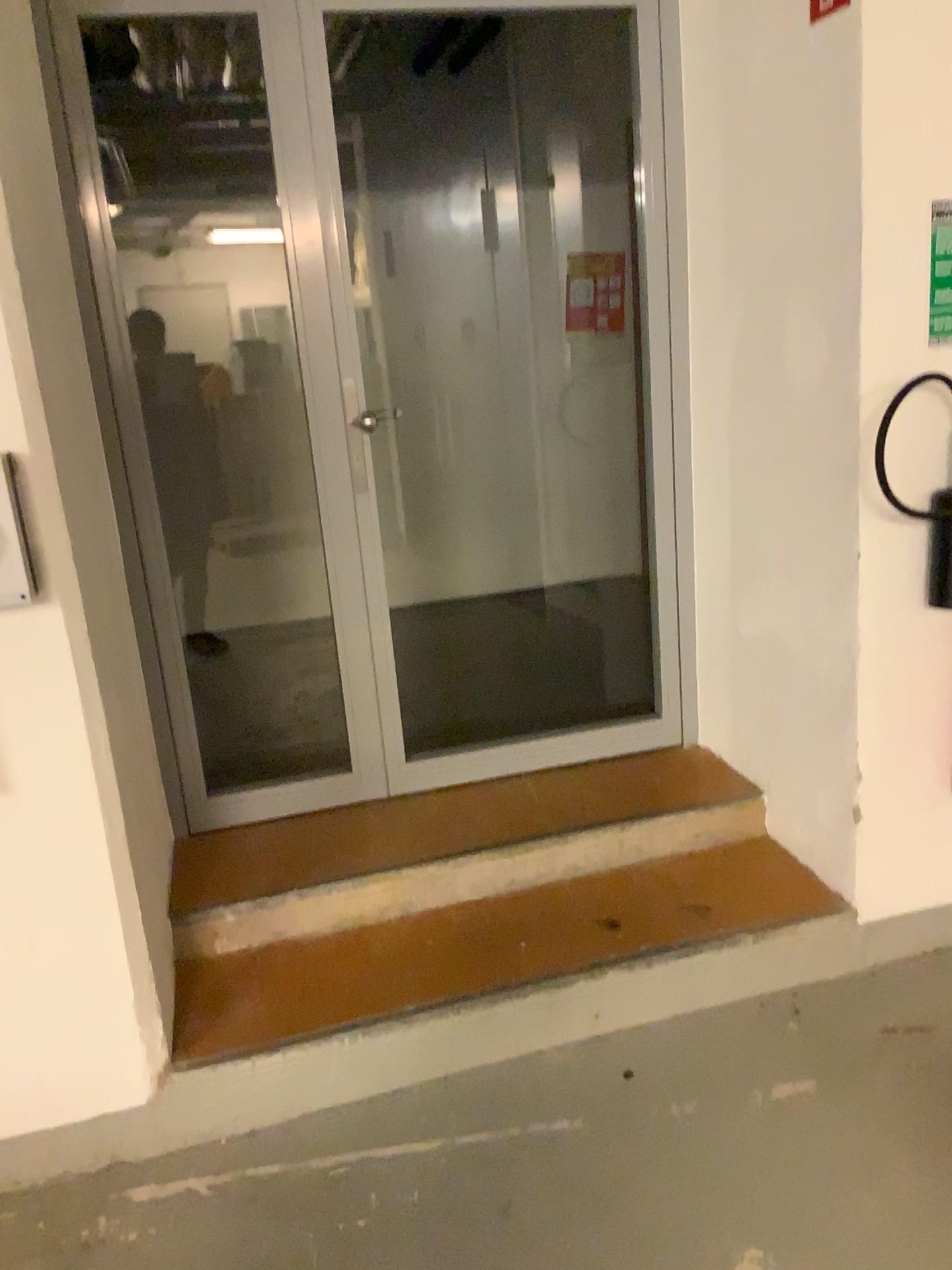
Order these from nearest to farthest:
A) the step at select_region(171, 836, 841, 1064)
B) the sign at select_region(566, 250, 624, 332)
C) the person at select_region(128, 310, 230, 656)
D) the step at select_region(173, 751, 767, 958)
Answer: the step at select_region(171, 836, 841, 1064) → the step at select_region(173, 751, 767, 958) → the person at select_region(128, 310, 230, 656) → the sign at select_region(566, 250, 624, 332)

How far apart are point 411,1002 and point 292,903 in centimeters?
45cm

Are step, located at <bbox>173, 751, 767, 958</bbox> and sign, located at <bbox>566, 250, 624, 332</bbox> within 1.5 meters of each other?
no

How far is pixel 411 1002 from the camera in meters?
2.2 m

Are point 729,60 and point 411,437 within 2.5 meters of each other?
no

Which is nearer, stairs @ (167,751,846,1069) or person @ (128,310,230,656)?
stairs @ (167,751,846,1069)

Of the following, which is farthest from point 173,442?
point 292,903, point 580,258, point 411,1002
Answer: point 411,1002

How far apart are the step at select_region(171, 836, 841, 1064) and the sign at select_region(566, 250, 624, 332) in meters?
3.0 m

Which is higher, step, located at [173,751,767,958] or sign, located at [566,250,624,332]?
sign, located at [566,250,624,332]

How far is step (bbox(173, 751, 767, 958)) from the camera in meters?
2.6 m
